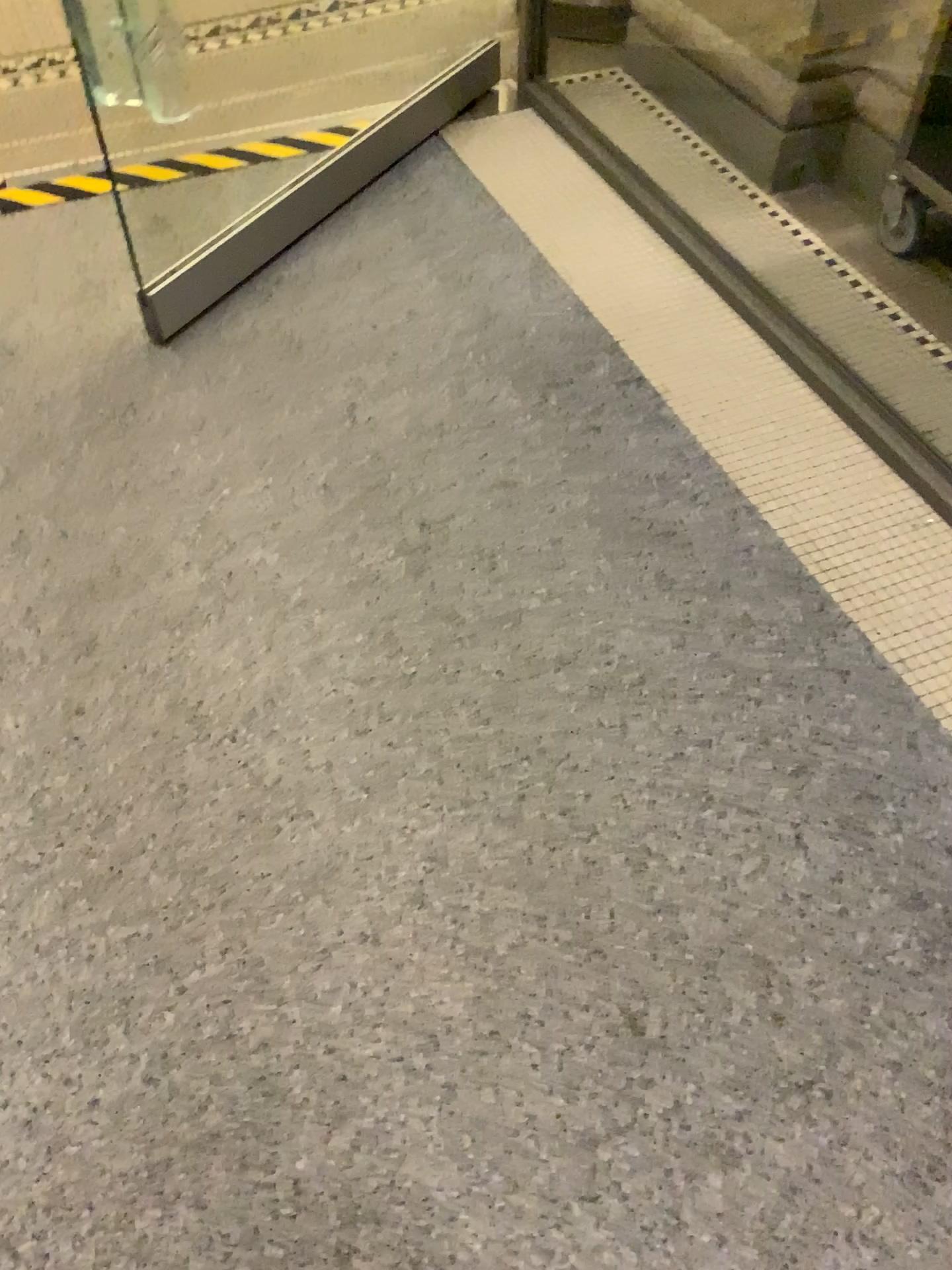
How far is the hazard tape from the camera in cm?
241

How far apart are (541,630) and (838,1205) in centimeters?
82cm

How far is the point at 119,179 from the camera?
2.41m

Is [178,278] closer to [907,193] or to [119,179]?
[119,179]

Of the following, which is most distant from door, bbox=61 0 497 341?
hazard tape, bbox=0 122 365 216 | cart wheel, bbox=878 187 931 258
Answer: cart wheel, bbox=878 187 931 258

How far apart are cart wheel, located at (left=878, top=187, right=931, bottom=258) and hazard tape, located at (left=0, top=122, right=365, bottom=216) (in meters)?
1.31

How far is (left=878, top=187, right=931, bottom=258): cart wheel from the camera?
2.21m

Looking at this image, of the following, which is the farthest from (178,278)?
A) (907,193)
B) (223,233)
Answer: (907,193)

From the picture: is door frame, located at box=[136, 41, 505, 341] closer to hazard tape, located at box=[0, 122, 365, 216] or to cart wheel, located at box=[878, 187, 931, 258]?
hazard tape, located at box=[0, 122, 365, 216]

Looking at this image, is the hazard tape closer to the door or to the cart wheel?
the door
